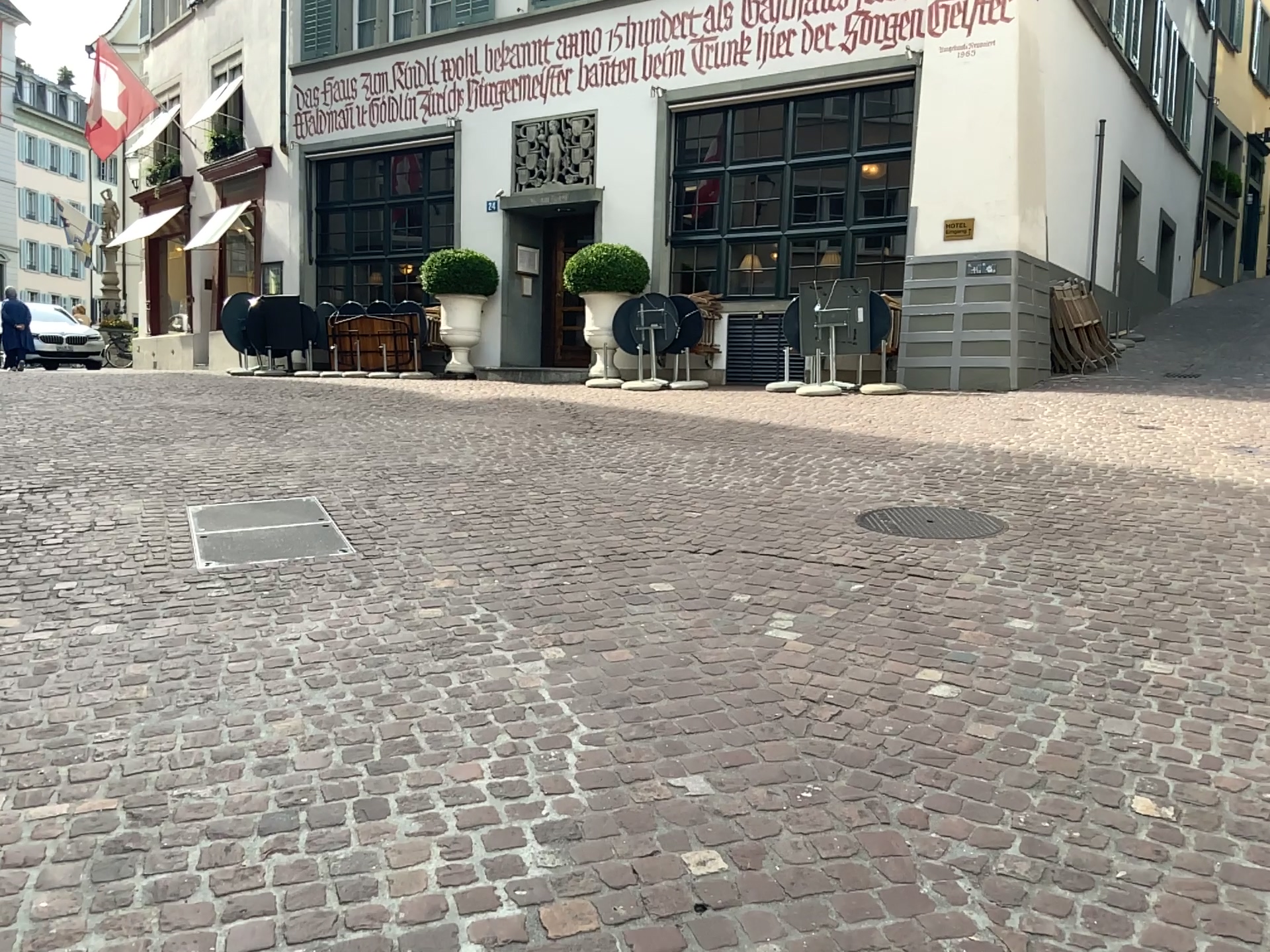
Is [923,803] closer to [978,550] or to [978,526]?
[978,550]
